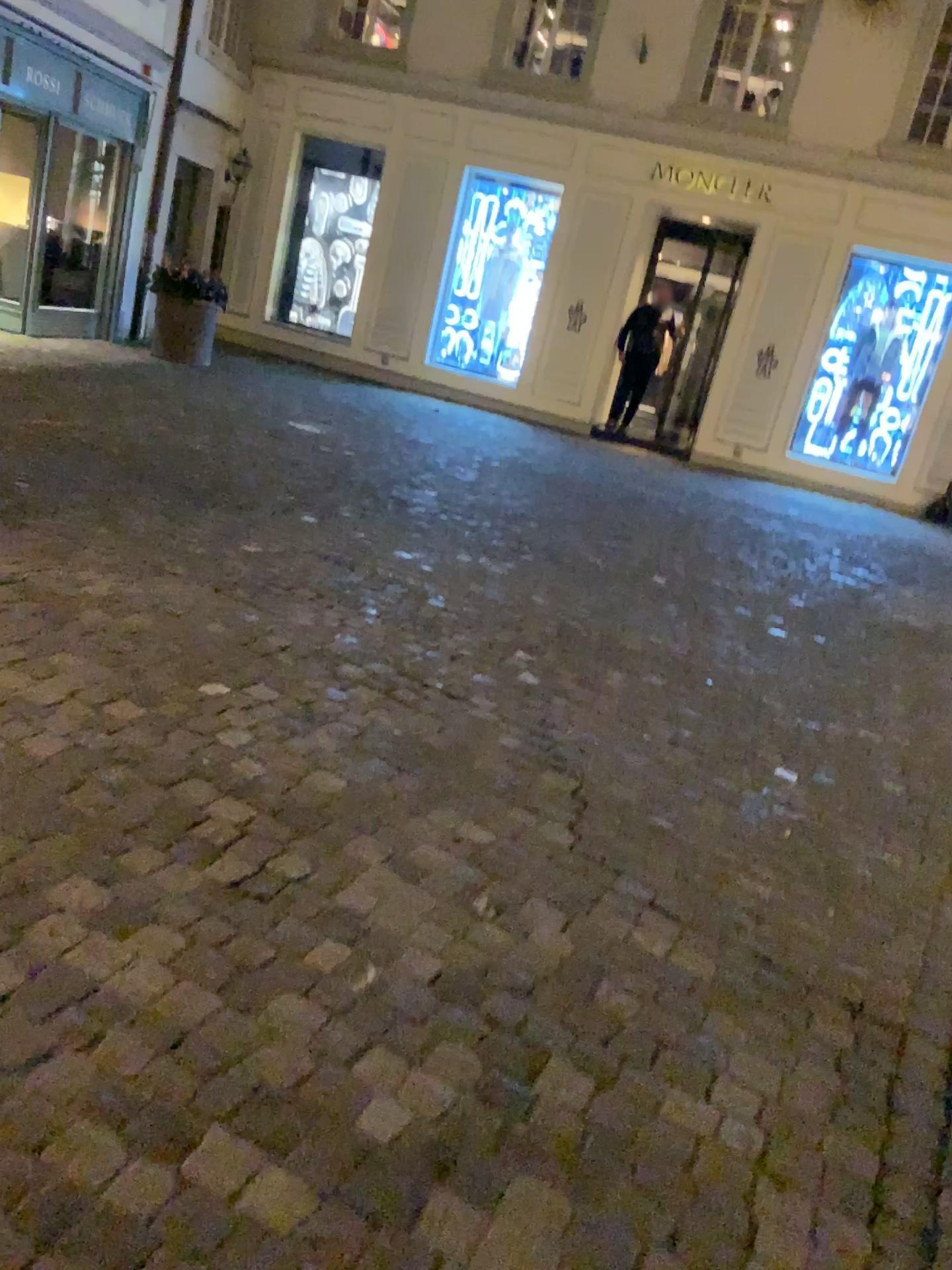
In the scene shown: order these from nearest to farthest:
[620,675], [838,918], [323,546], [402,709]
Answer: [838,918]
[402,709]
[620,675]
[323,546]
